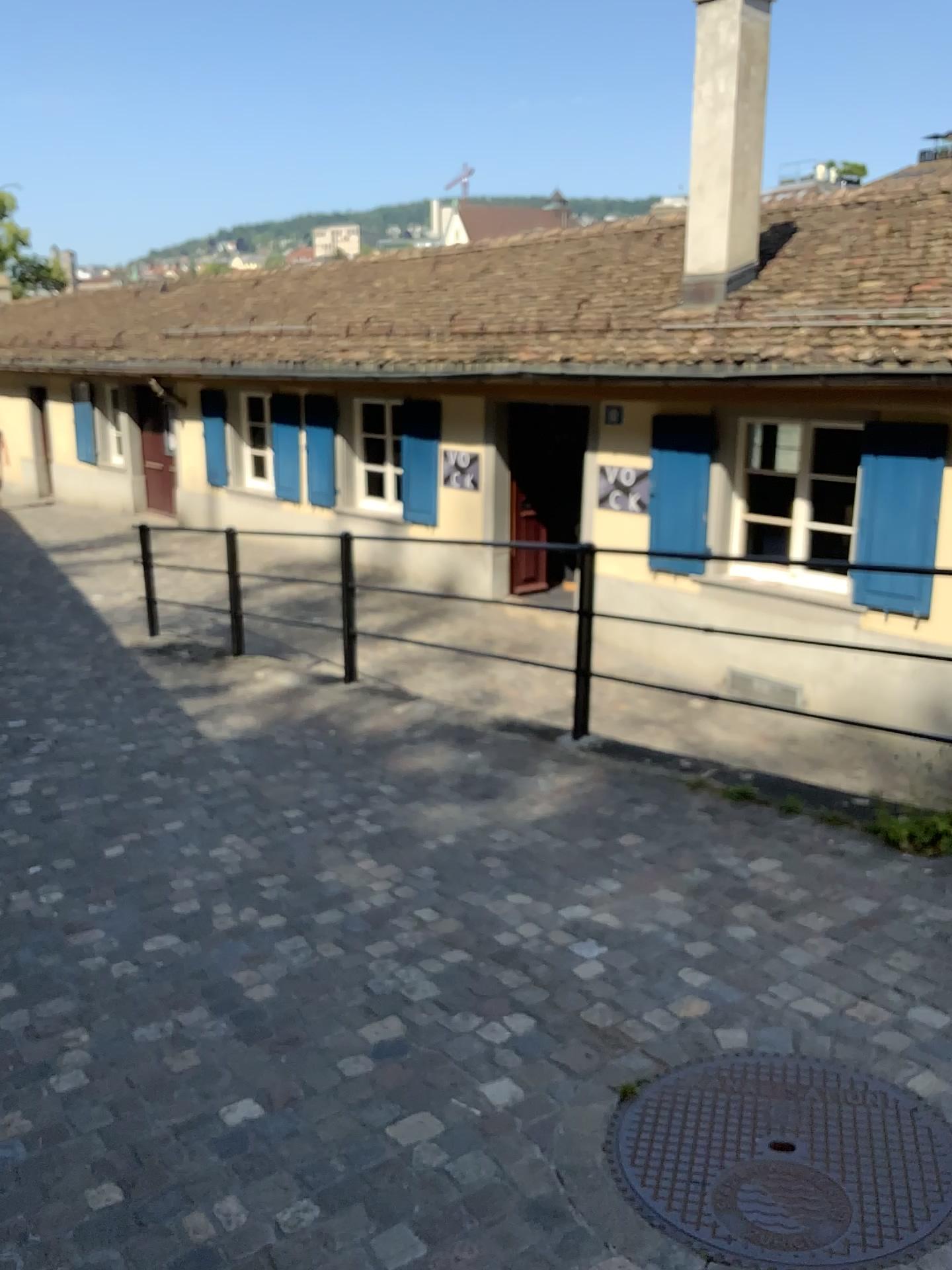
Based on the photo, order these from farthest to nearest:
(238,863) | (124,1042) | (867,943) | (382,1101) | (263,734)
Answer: (263,734) → (238,863) → (867,943) → (124,1042) → (382,1101)
